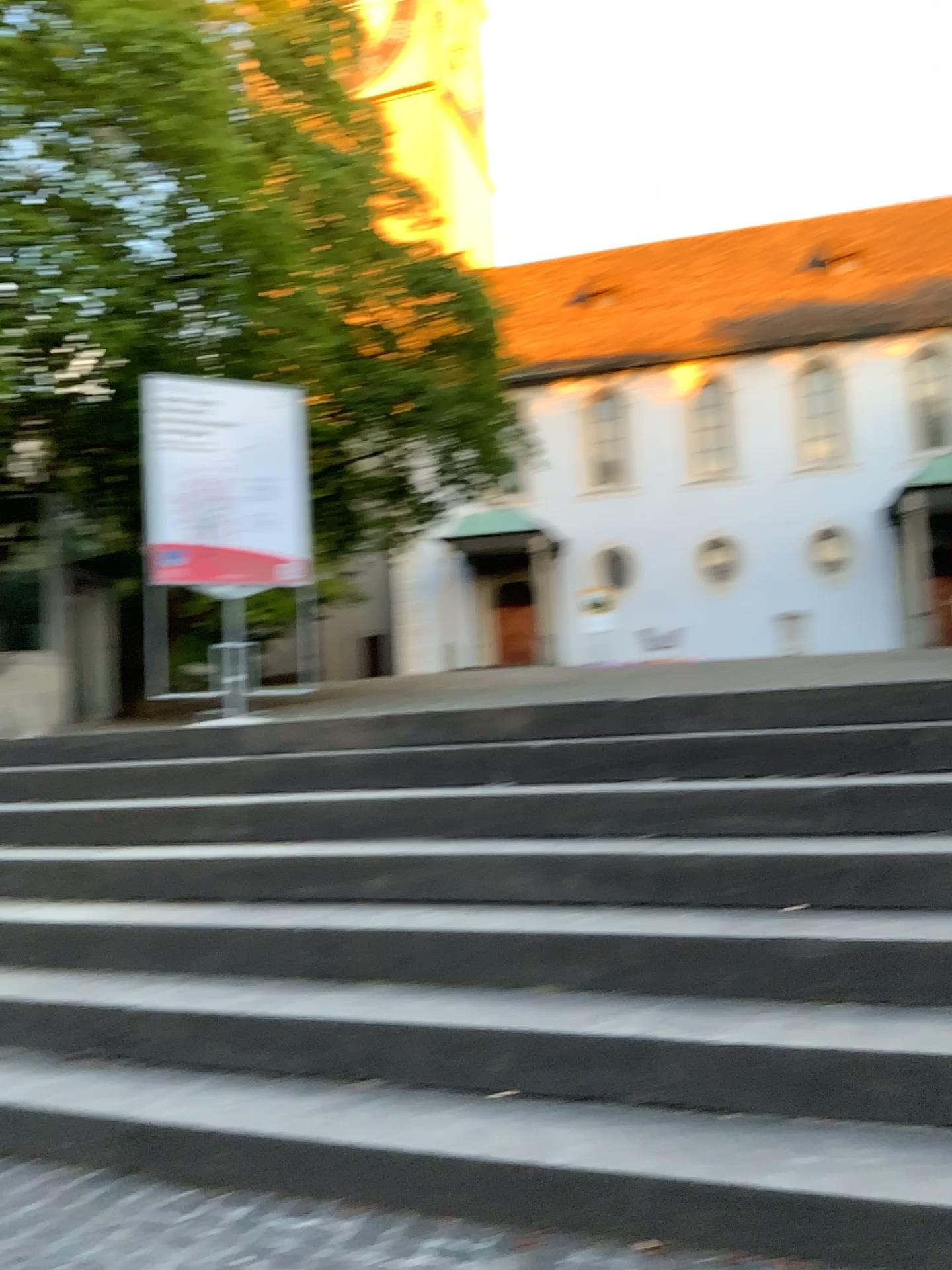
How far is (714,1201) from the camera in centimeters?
194cm
